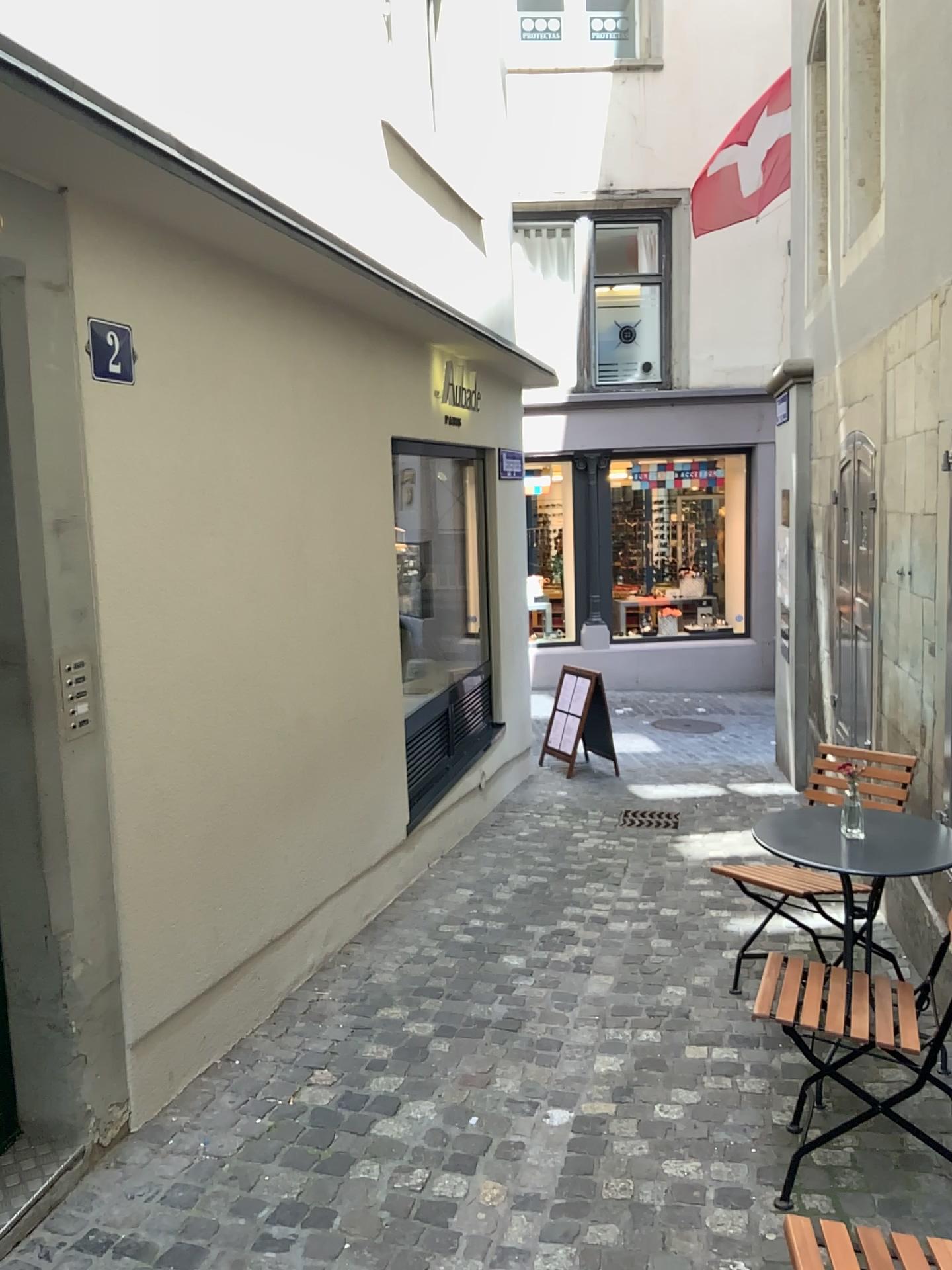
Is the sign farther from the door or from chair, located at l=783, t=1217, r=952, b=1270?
the door

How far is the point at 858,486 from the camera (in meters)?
4.95

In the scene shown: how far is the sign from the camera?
2.7m

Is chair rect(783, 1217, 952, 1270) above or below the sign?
below

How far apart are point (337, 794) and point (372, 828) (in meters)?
0.47

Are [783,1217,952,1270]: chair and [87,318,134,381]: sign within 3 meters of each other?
yes

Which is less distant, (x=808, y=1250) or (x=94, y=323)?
(x=808, y=1250)

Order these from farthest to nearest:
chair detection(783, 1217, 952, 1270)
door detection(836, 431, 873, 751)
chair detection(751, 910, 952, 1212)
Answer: door detection(836, 431, 873, 751), chair detection(751, 910, 952, 1212), chair detection(783, 1217, 952, 1270)

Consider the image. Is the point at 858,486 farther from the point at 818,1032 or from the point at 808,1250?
the point at 808,1250

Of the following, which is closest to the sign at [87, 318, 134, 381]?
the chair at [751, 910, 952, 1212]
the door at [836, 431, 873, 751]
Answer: the chair at [751, 910, 952, 1212]
